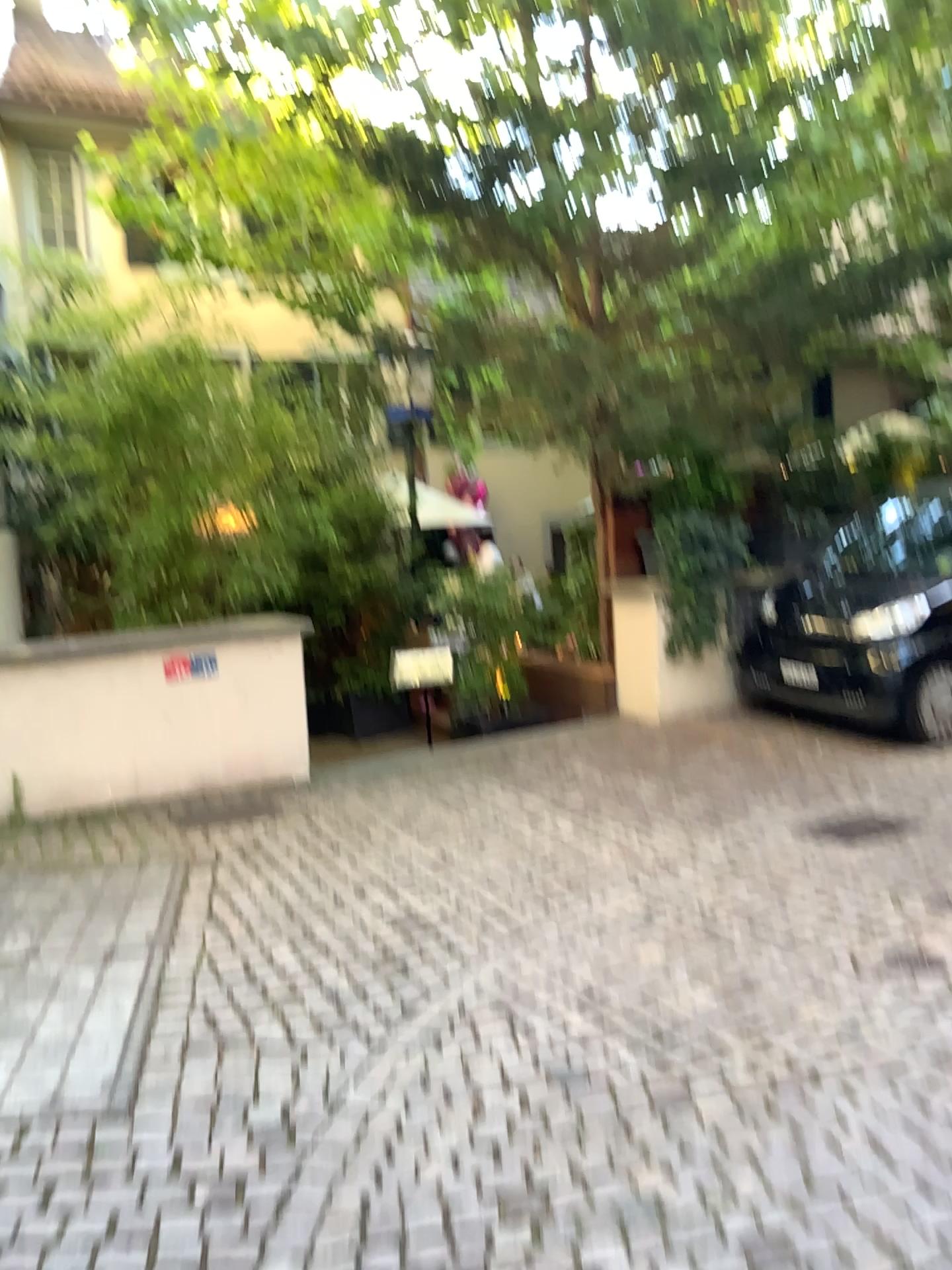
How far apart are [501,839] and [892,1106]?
2.3 meters
